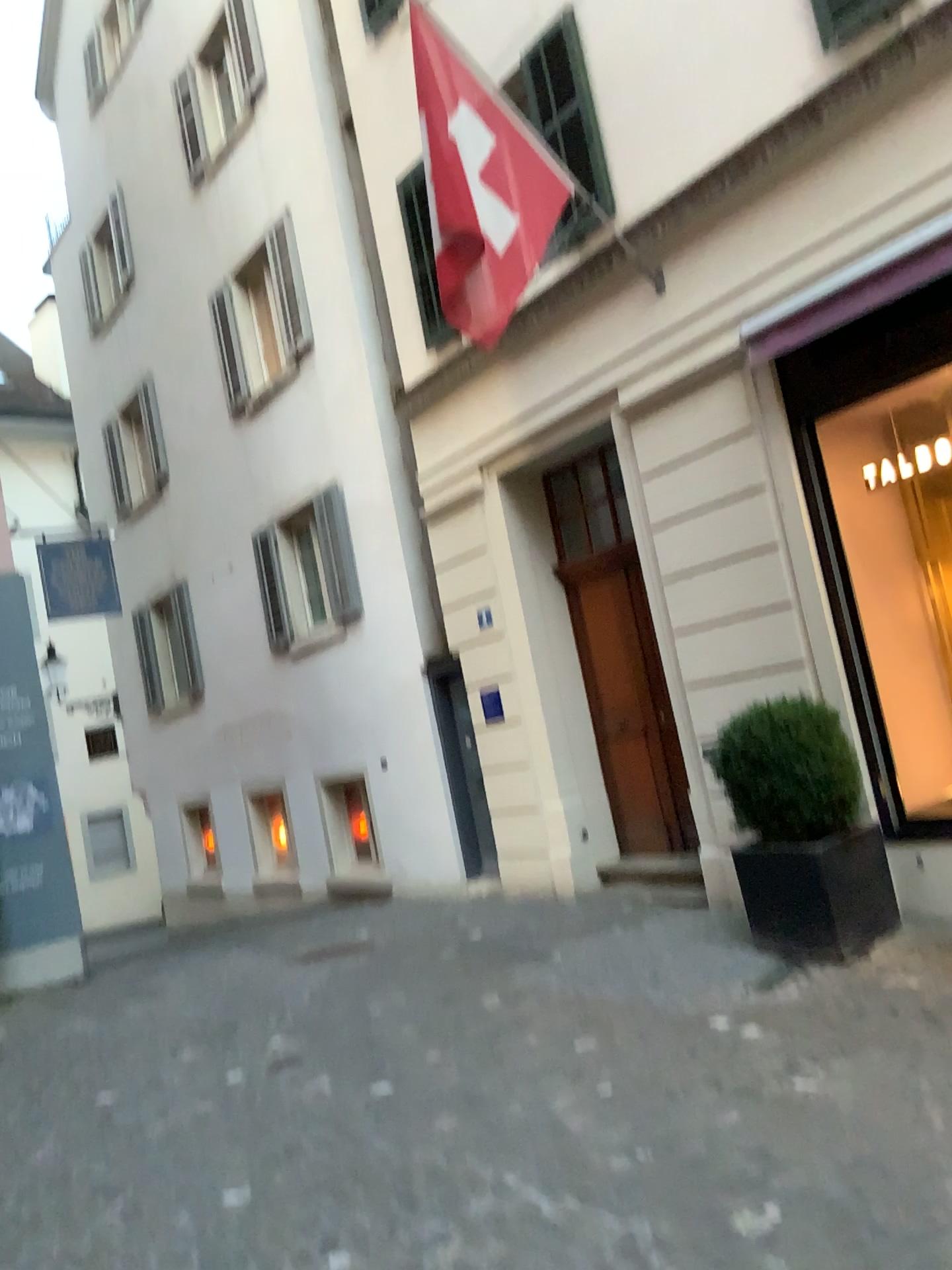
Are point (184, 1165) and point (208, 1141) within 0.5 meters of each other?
yes
